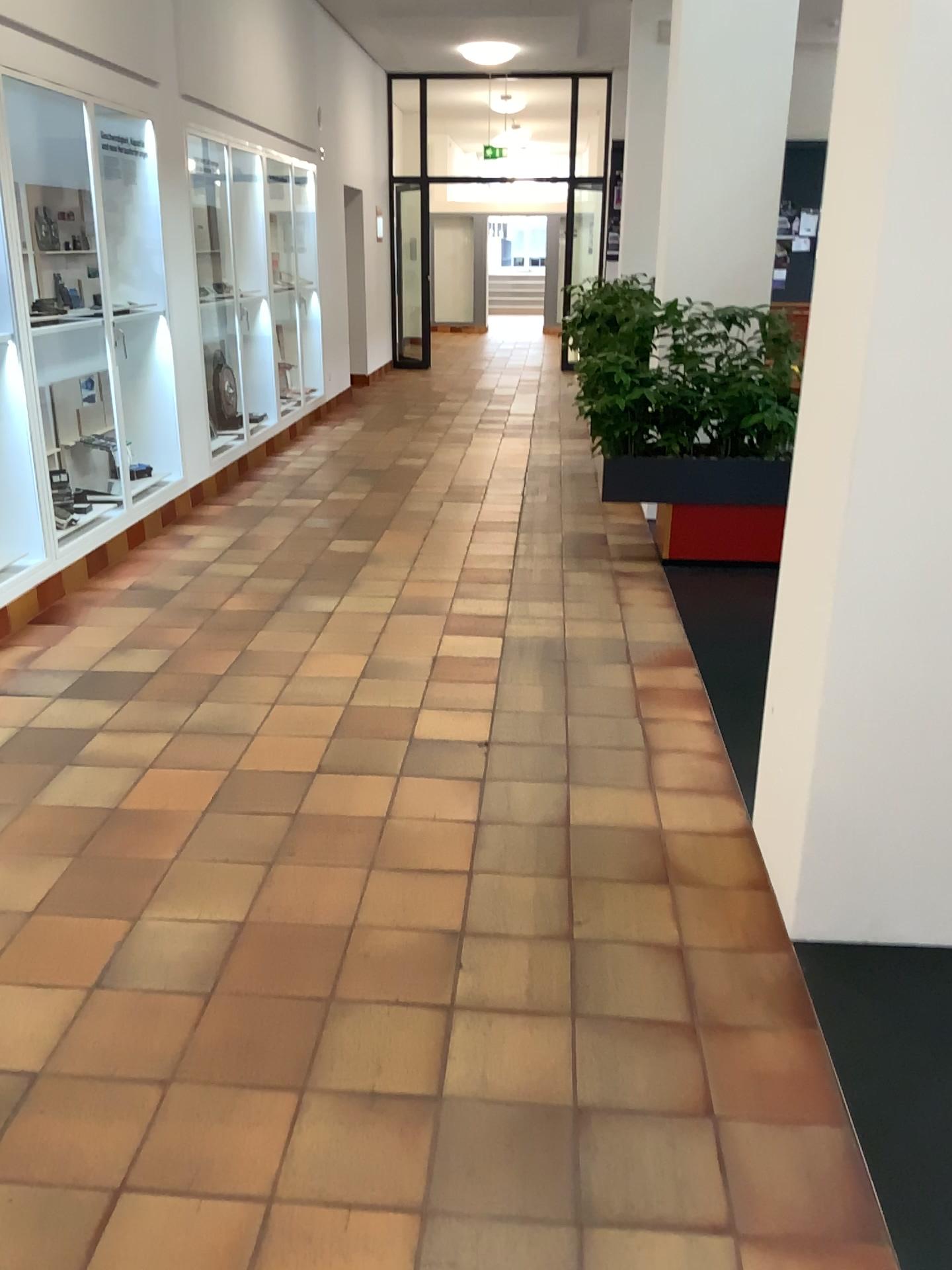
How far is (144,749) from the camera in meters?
3.3
